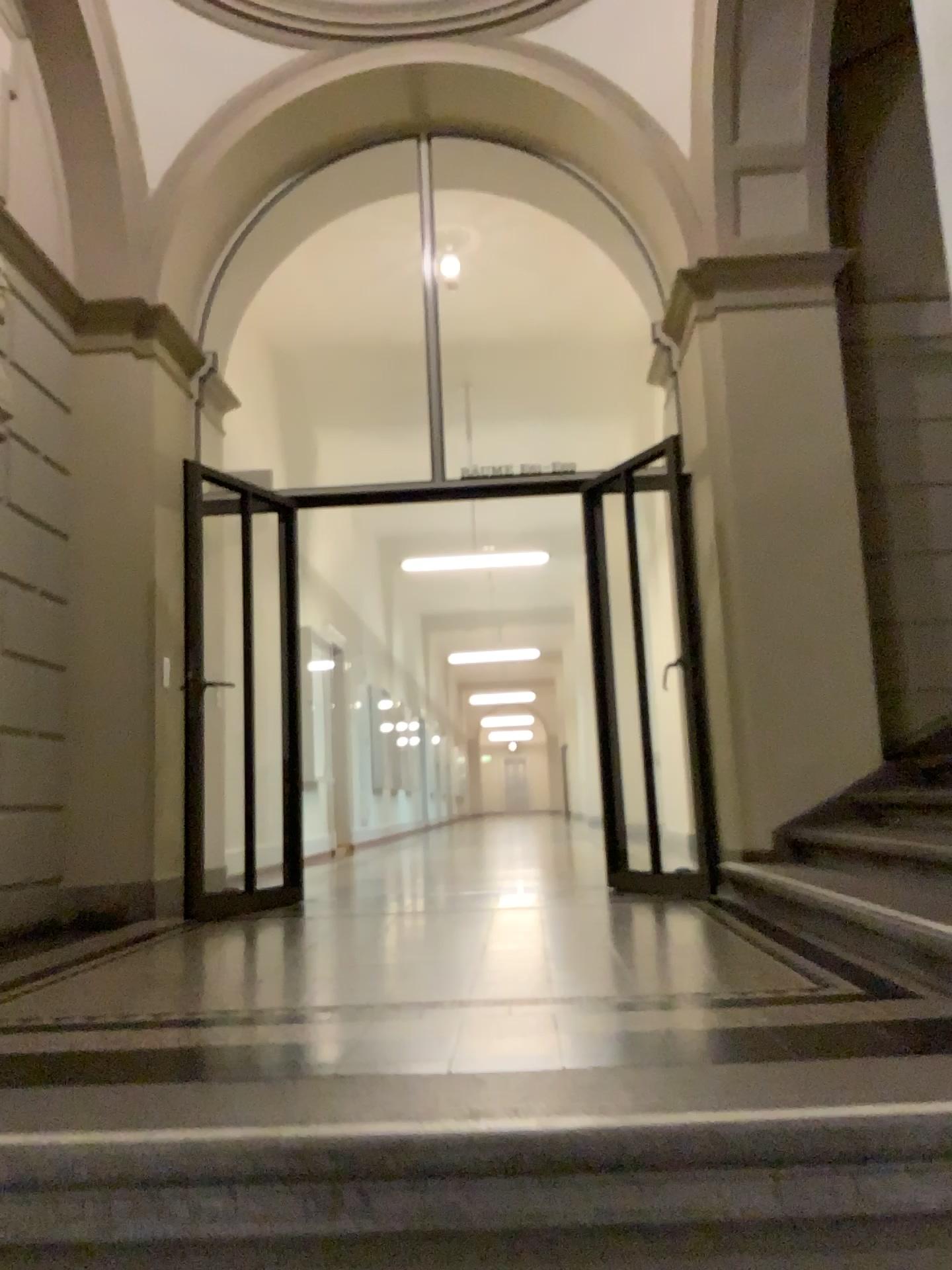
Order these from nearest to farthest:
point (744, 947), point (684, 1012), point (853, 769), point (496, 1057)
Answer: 1. point (496, 1057)
2. point (684, 1012)
3. point (744, 947)
4. point (853, 769)
